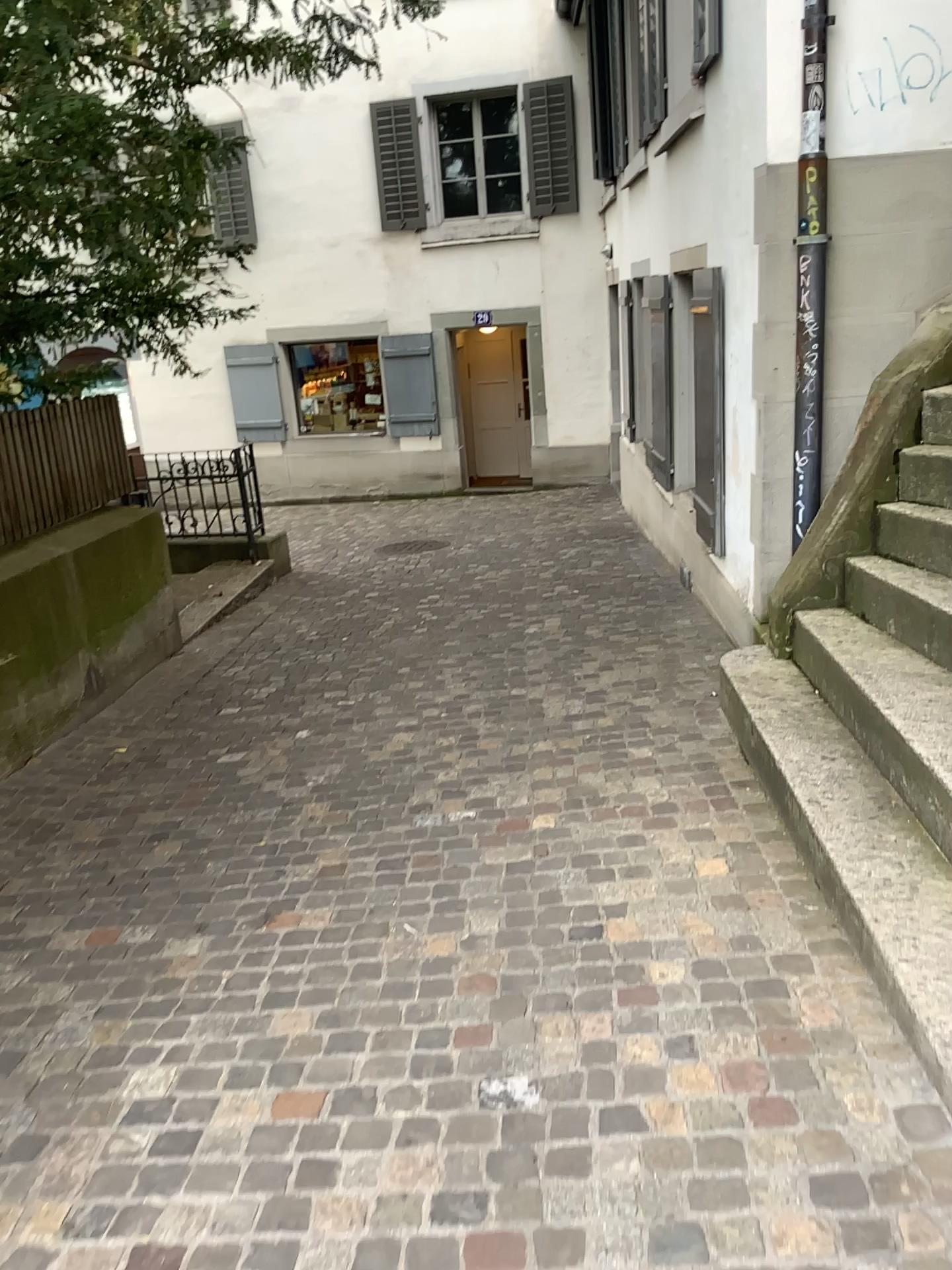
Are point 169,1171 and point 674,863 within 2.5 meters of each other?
yes
